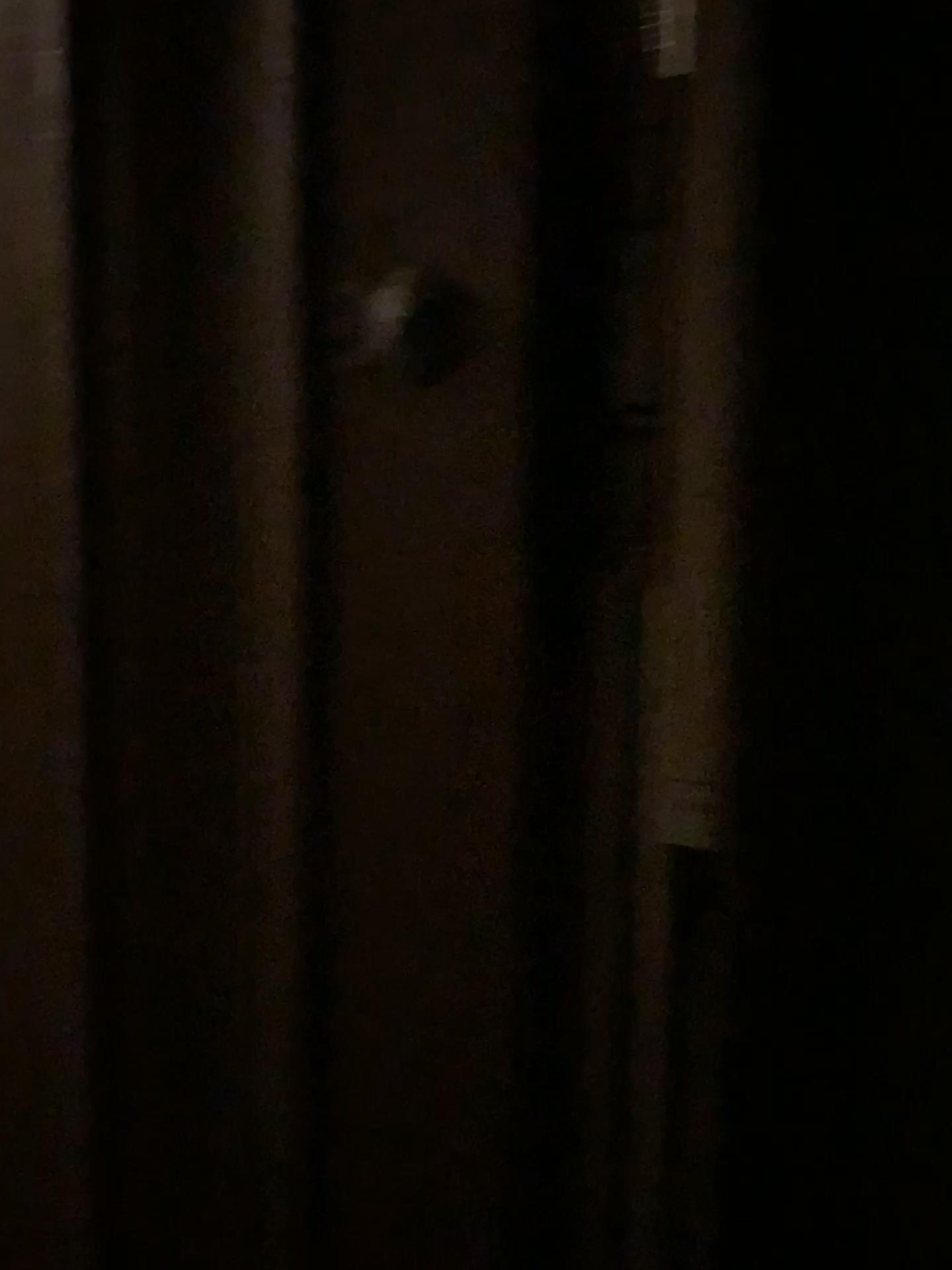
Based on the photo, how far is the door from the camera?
0.6m

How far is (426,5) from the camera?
0.56m

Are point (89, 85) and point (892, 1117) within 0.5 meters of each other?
no

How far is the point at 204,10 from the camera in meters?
0.6

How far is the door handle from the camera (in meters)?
0.57

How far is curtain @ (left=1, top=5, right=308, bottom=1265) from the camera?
0.6 meters

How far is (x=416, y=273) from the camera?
0.6 meters
